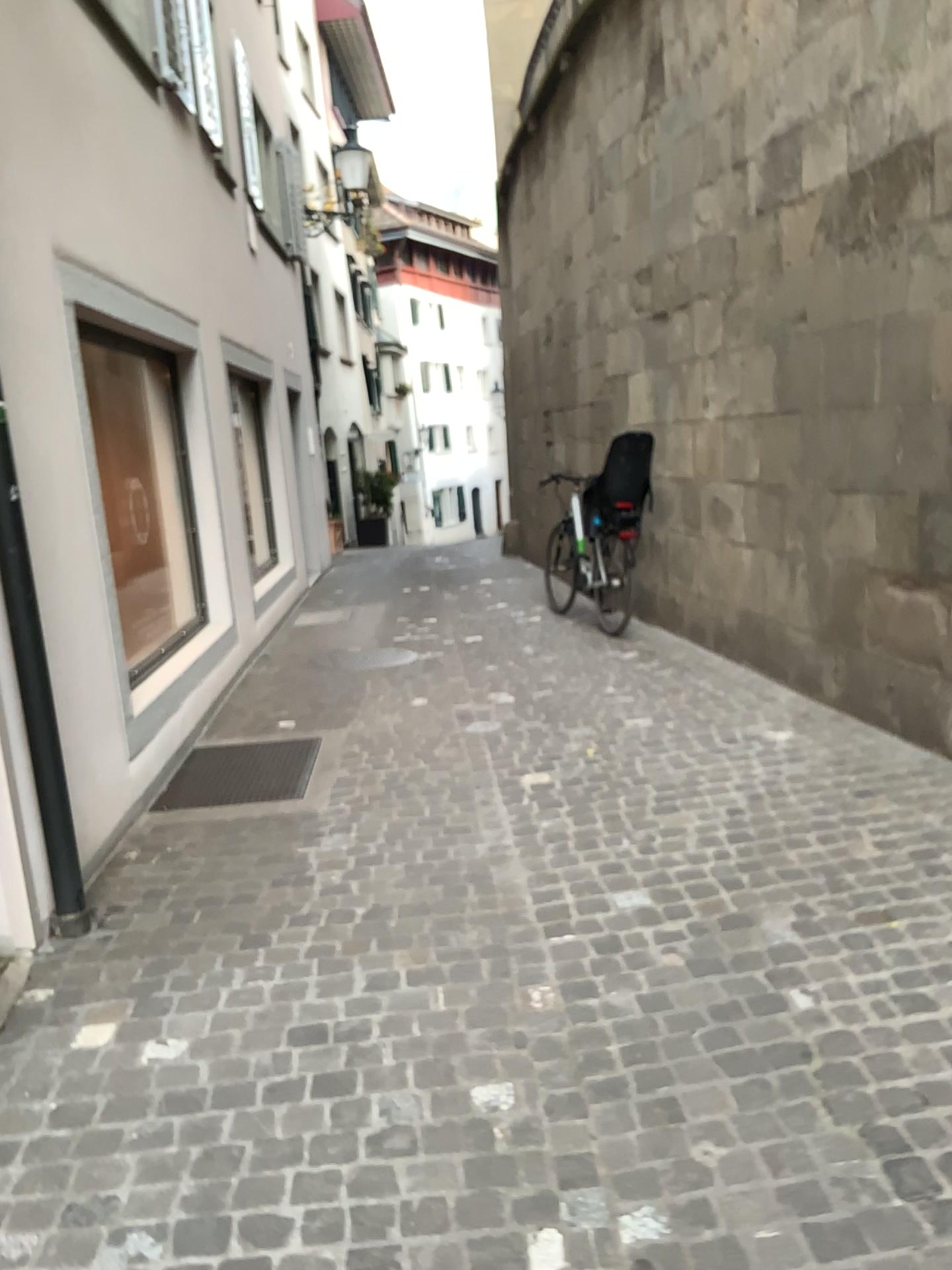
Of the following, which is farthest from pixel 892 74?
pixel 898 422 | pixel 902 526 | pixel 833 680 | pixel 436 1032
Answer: pixel 436 1032
